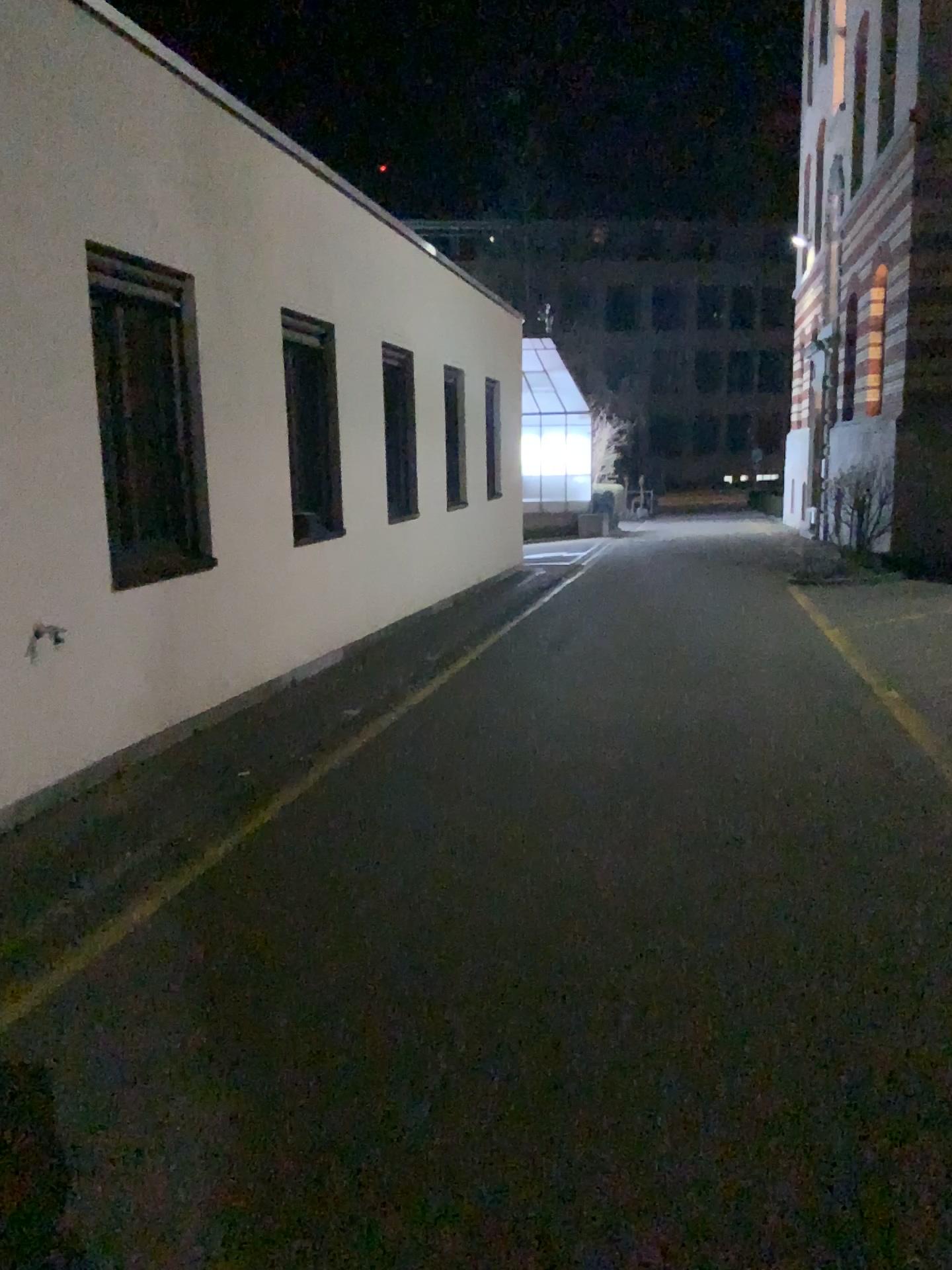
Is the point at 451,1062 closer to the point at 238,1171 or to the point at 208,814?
the point at 238,1171
